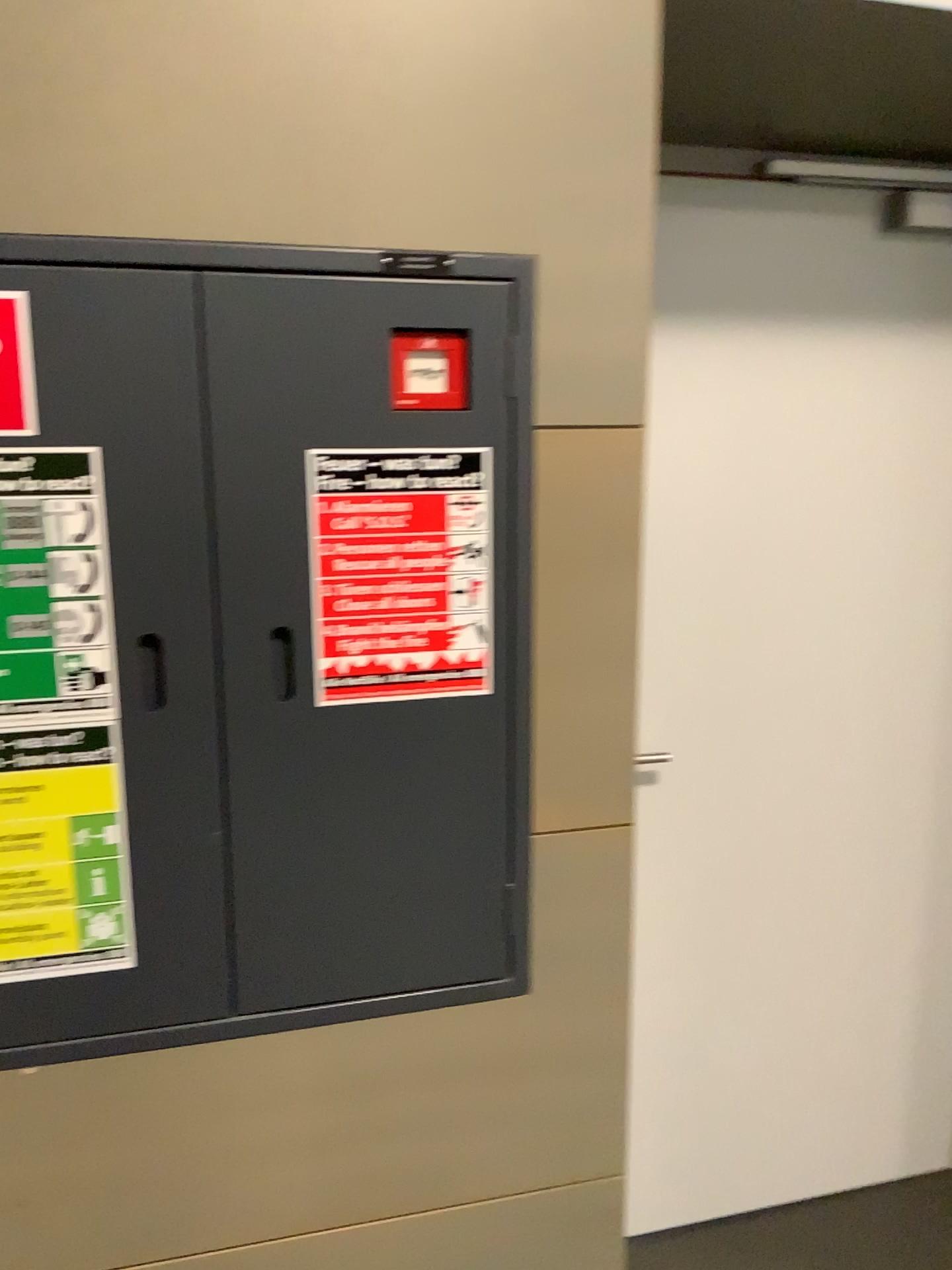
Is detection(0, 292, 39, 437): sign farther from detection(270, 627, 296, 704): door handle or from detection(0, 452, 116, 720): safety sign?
detection(270, 627, 296, 704): door handle

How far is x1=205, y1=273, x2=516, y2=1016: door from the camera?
1.15m

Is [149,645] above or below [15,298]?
below

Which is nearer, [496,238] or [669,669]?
[496,238]

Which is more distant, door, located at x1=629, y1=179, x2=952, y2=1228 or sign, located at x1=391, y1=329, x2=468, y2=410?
door, located at x1=629, y1=179, x2=952, y2=1228

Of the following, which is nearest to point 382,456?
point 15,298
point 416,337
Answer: point 416,337

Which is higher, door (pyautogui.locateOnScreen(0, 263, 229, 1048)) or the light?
the light

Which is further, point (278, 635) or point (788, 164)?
point (788, 164)

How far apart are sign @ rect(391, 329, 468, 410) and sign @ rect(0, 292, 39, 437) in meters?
0.4

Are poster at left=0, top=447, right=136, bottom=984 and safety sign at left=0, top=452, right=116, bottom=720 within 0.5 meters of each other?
yes
